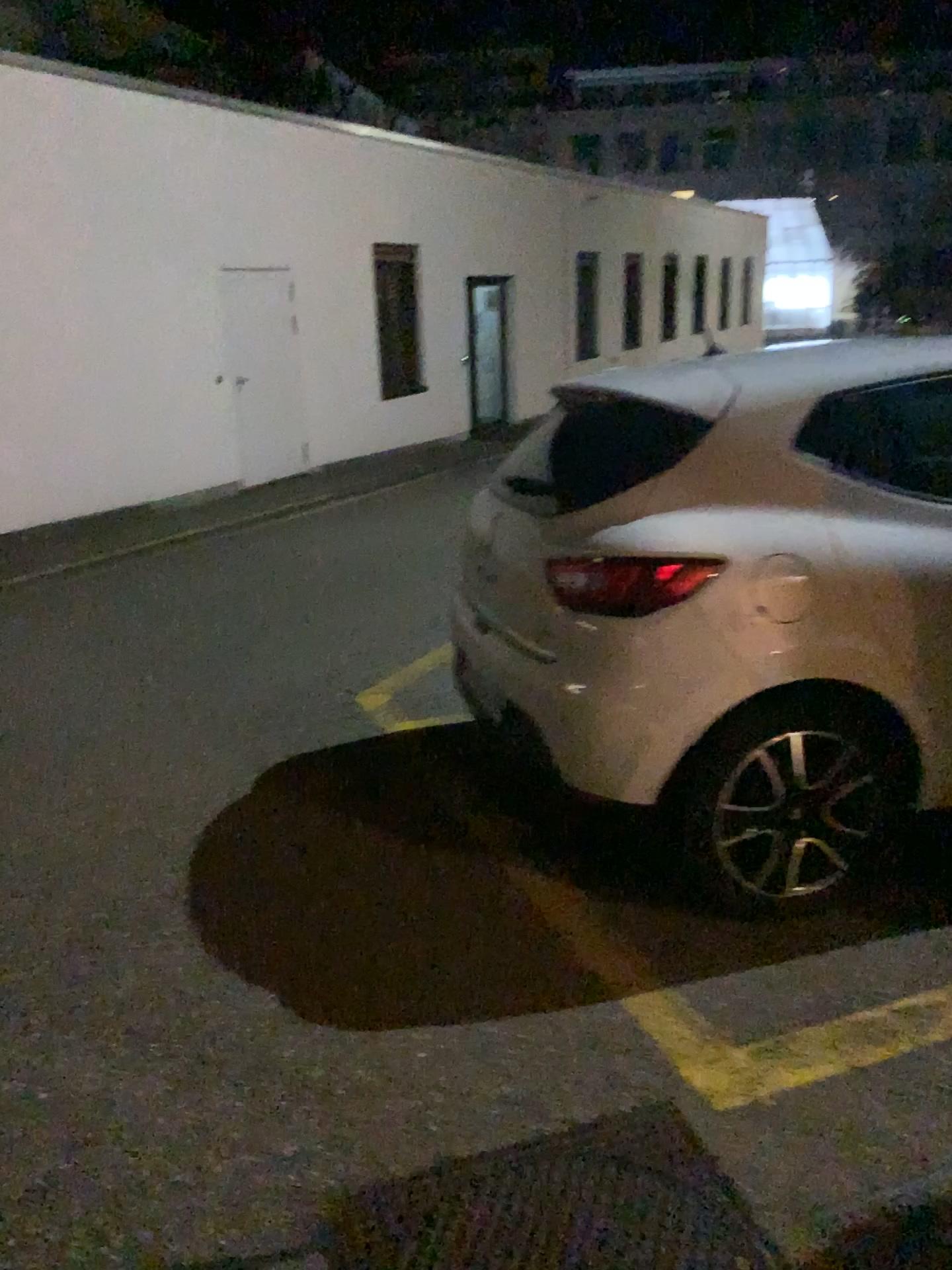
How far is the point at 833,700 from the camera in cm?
245

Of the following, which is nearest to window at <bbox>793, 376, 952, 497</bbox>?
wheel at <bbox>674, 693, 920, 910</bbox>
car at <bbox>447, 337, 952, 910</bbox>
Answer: car at <bbox>447, 337, 952, 910</bbox>

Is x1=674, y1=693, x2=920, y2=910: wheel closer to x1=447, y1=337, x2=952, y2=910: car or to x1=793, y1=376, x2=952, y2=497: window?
x1=447, y1=337, x2=952, y2=910: car

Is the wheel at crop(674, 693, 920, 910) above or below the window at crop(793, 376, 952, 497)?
below

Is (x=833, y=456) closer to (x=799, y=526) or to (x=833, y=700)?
(x=799, y=526)

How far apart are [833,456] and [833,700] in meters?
0.6 m

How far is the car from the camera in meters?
2.4 m

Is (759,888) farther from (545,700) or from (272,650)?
(272,650)

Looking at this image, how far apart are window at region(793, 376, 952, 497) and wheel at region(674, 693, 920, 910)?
0.54m
